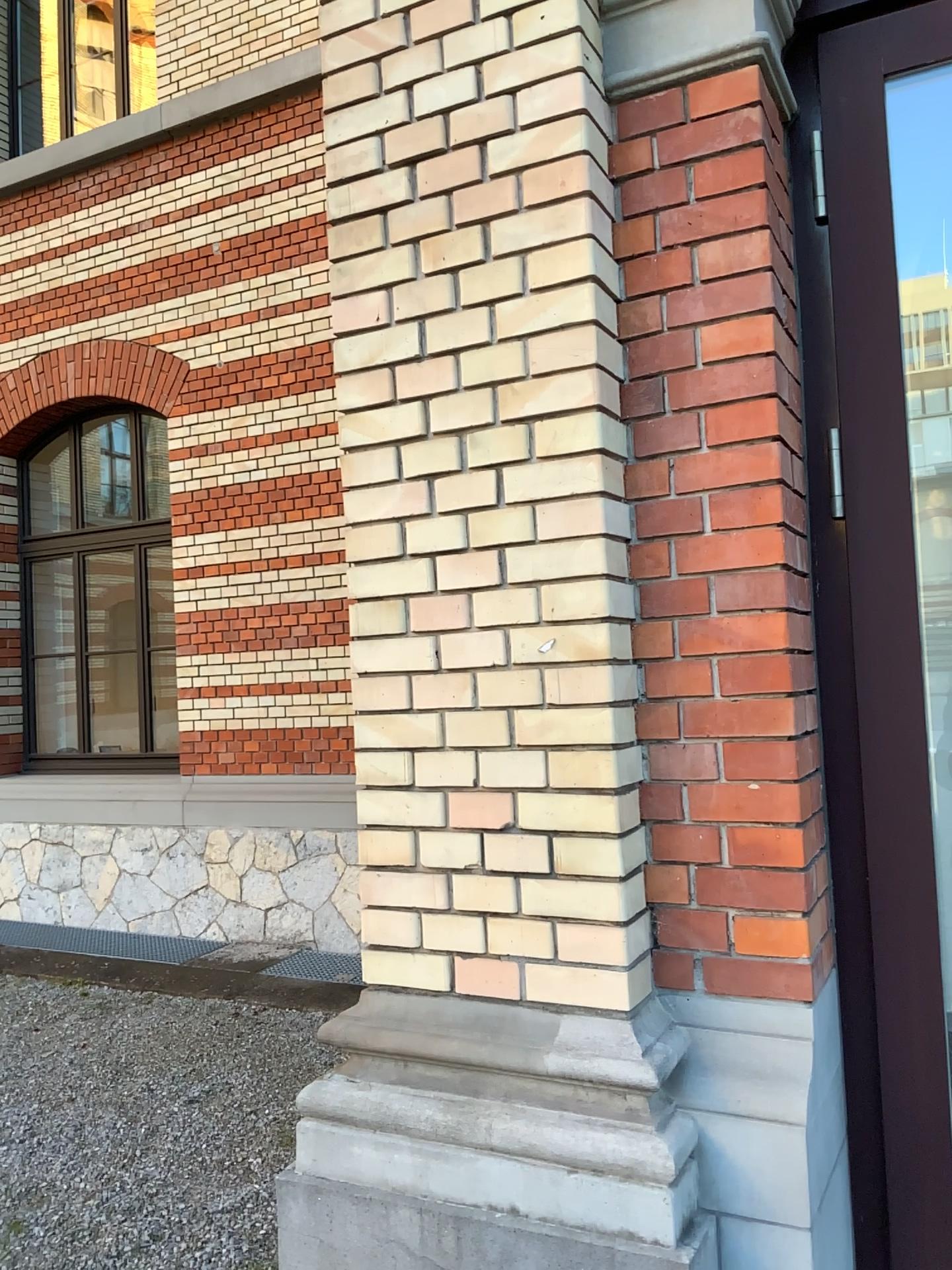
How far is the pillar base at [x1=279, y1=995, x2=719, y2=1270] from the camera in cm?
159

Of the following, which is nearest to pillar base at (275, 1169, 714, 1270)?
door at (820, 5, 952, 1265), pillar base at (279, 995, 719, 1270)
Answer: pillar base at (279, 995, 719, 1270)

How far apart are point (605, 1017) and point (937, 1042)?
0.6 meters

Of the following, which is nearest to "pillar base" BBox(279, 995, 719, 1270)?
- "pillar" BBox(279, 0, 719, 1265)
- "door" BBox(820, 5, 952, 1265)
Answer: "pillar" BBox(279, 0, 719, 1265)

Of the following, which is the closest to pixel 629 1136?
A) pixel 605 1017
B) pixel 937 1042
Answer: pixel 605 1017

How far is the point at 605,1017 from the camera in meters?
1.7 m

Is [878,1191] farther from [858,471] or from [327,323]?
[327,323]

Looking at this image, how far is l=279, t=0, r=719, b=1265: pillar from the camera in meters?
1.7 m

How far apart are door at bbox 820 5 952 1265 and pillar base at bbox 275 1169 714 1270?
0.40m

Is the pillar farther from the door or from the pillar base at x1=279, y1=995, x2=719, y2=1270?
the door
